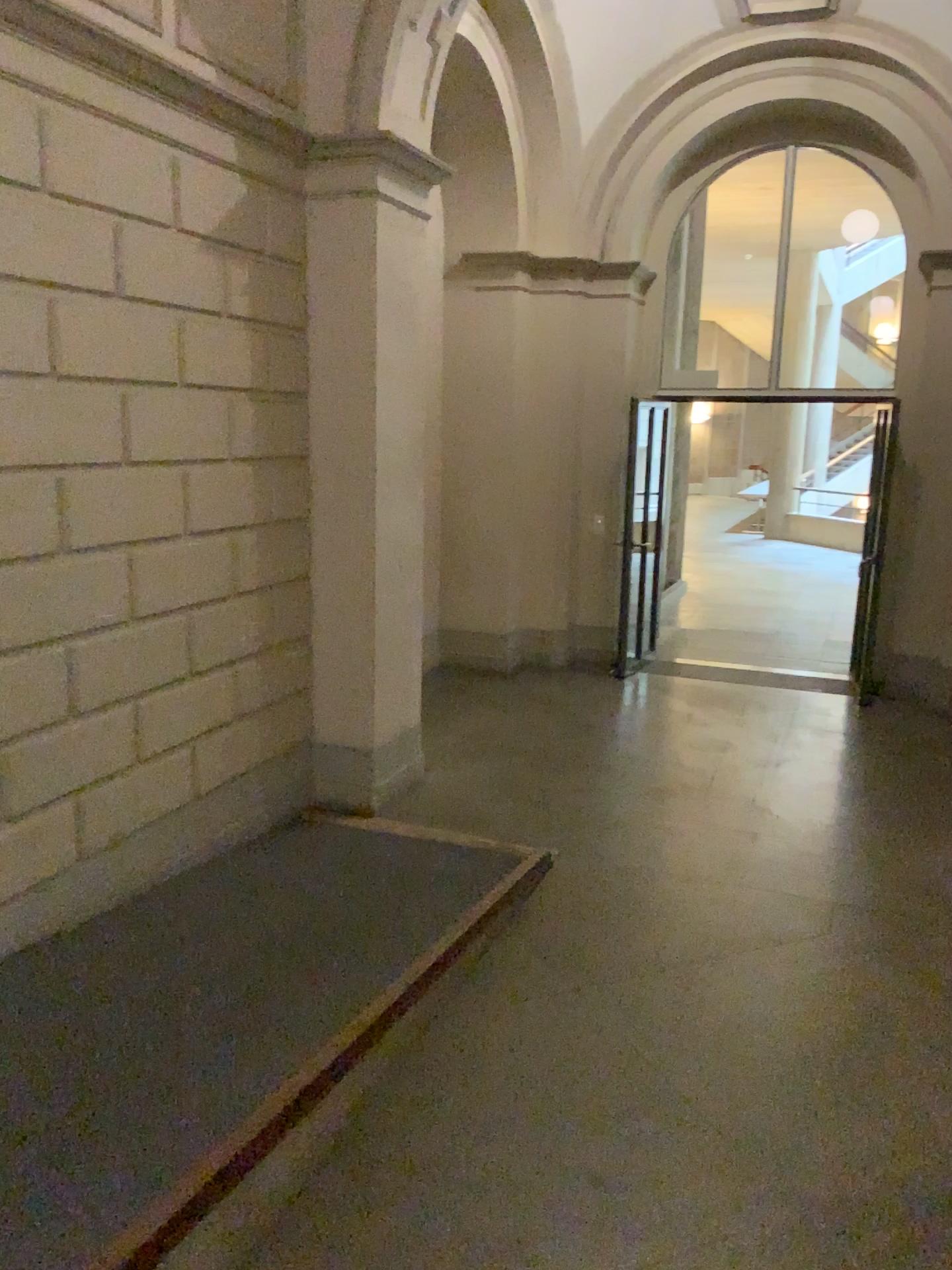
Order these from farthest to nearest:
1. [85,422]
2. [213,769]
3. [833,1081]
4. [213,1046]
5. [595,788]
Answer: [595,788] → [213,769] → [85,422] → [833,1081] → [213,1046]
